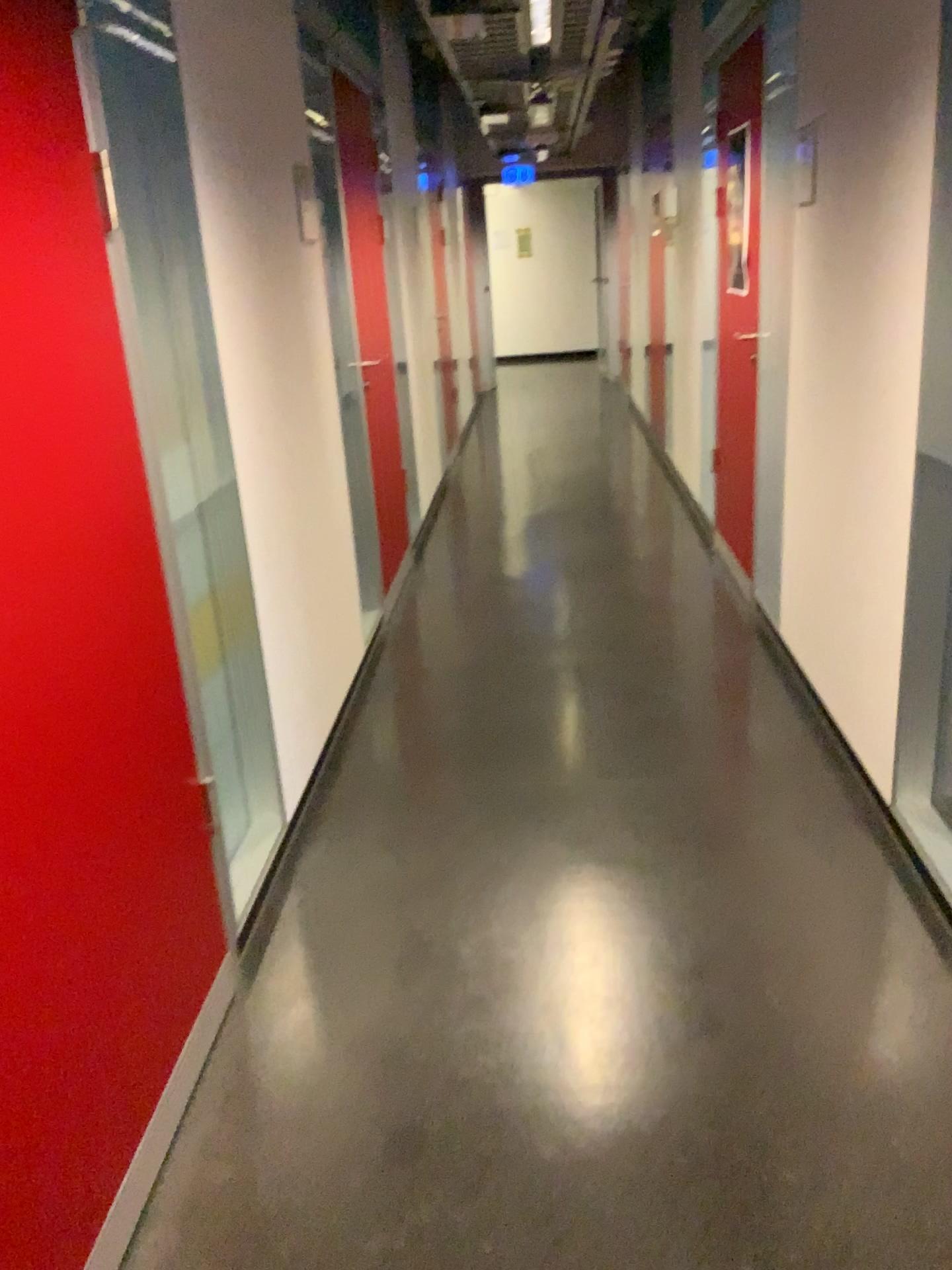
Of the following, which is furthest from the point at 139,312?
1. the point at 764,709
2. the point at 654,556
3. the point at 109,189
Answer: the point at 654,556

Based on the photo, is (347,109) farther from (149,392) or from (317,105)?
(149,392)

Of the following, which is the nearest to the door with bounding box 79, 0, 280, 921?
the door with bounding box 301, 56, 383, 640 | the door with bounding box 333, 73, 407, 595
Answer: the door with bounding box 301, 56, 383, 640

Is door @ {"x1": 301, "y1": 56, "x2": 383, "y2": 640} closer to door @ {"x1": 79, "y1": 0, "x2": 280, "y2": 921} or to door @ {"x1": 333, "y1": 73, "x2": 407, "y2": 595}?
door @ {"x1": 333, "y1": 73, "x2": 407, "y2": 595}

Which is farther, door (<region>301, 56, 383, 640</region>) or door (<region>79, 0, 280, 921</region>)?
door (<region>301, 56, 383, 640</region>)

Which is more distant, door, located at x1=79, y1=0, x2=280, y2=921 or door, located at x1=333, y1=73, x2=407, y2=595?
door, located at x1=333, y1=73, x2=407, y2=595

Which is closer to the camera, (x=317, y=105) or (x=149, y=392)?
(x=149, y=392)

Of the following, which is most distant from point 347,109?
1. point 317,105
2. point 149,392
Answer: point 149,392
